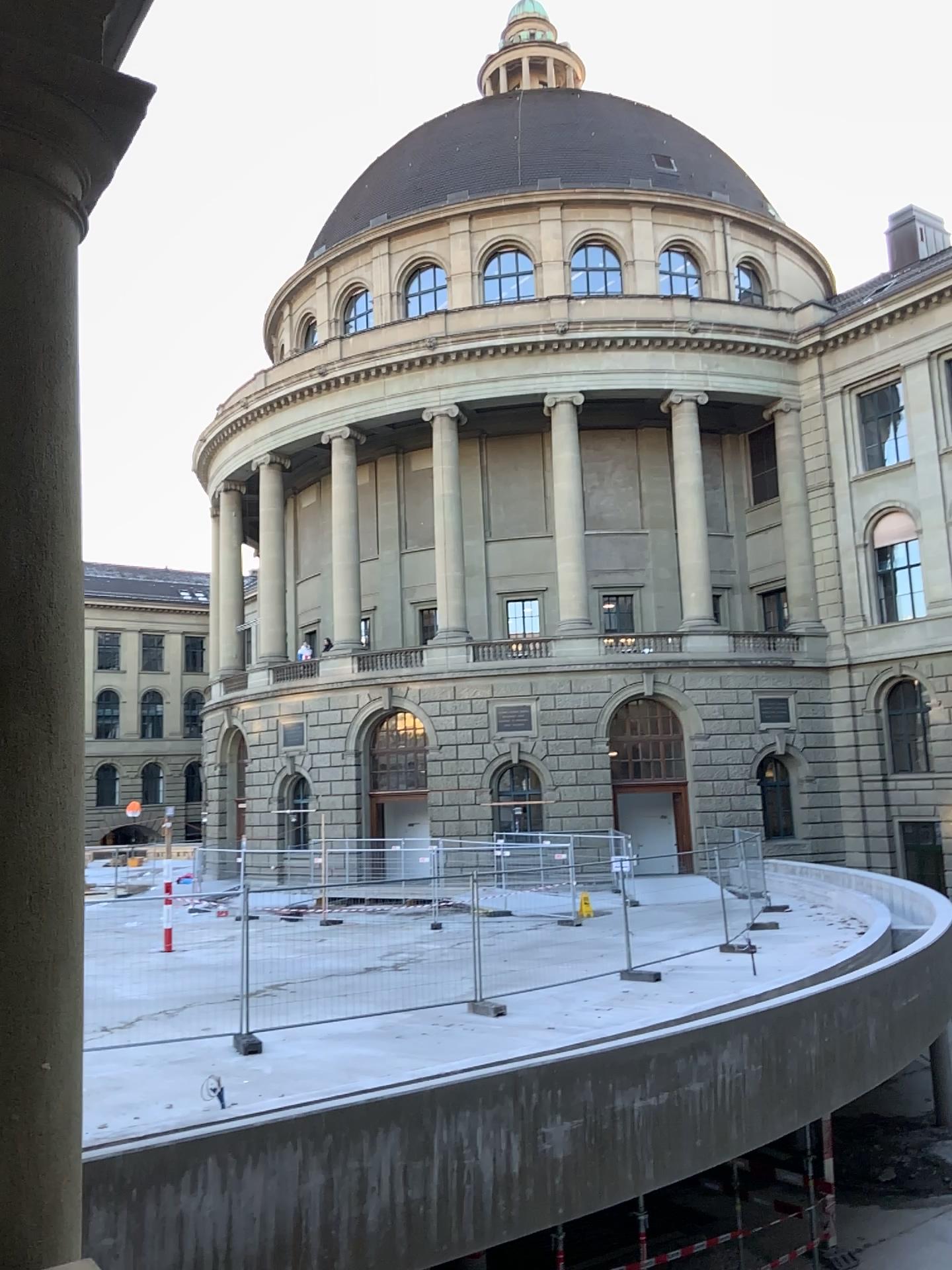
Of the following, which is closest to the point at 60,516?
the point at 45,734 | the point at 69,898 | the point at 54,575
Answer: the point at 54,575
